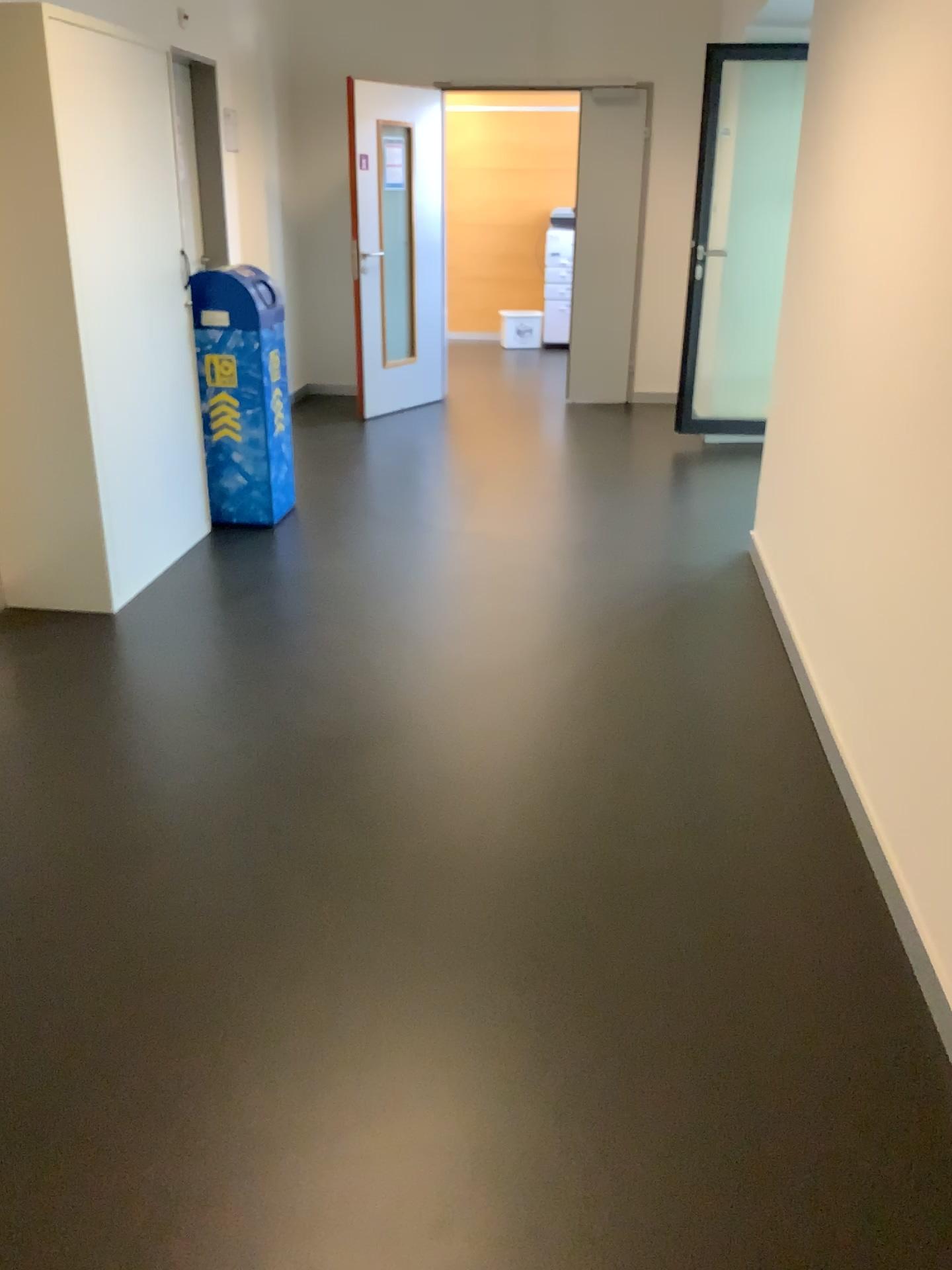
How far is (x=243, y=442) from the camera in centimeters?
456cm

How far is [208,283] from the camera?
4.4m

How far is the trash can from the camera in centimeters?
437cm

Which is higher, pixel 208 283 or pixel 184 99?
pixel 184 99
